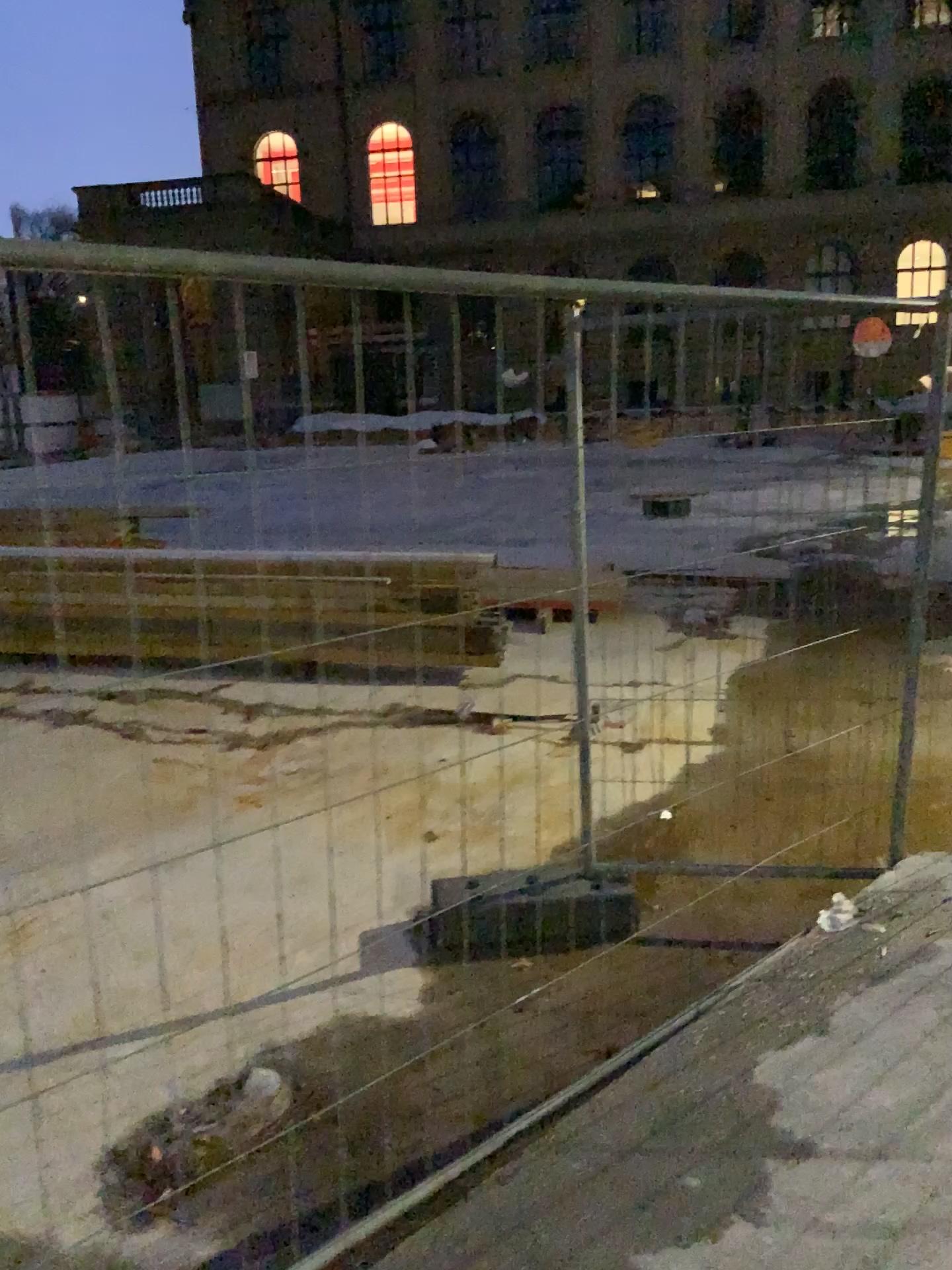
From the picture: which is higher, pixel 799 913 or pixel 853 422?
pixel 853 422
